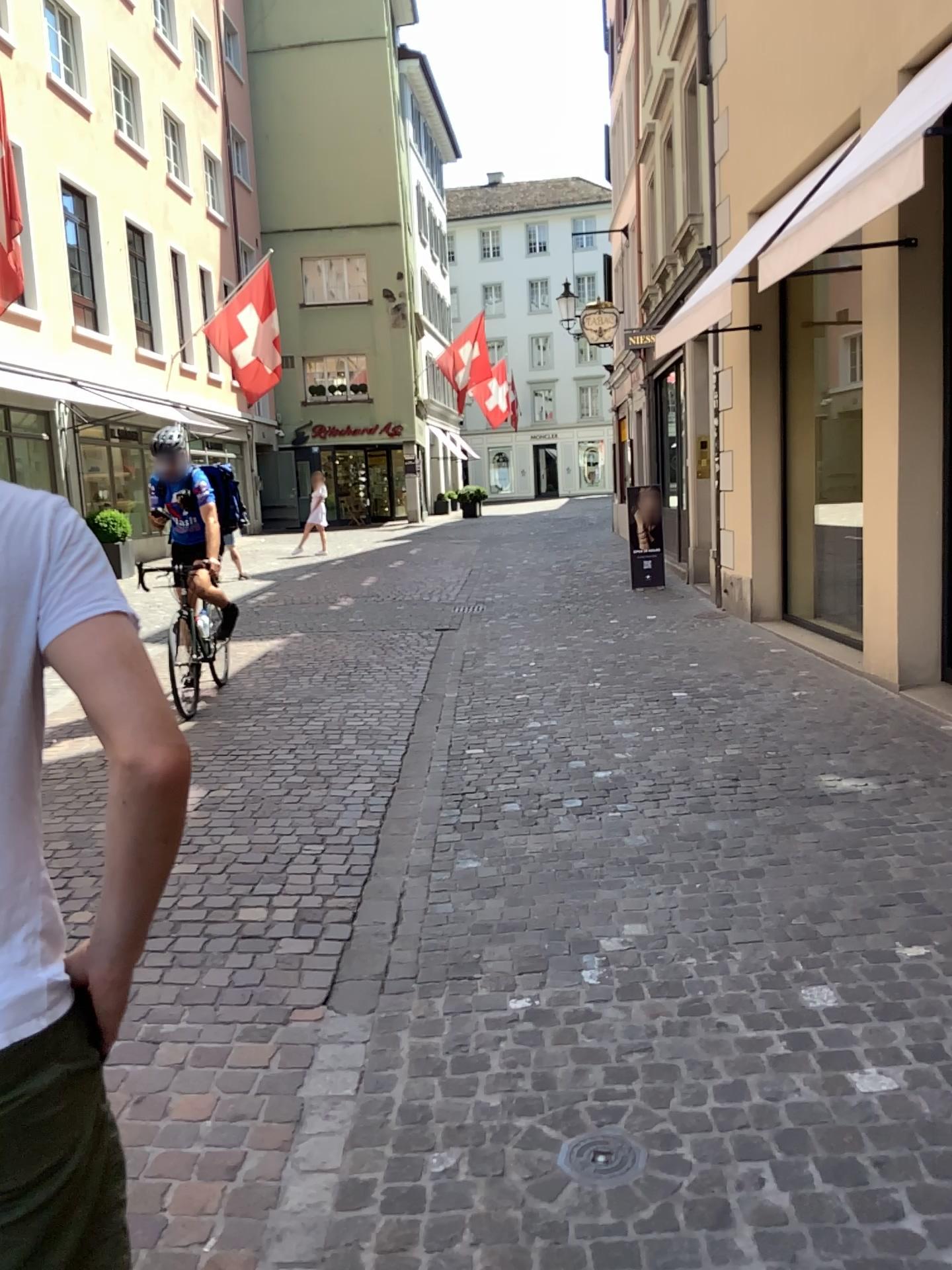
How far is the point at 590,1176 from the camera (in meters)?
2.24

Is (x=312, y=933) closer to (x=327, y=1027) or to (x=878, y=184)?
(x=327, y=1027)

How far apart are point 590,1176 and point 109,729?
1.8 meters

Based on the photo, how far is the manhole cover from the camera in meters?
2.2

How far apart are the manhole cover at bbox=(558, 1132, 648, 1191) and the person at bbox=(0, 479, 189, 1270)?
1.30m

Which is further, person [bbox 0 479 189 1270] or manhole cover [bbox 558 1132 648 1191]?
manhole cover [bbox 558 1132 648 1191]

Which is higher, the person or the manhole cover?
the person

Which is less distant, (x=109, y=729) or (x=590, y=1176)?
(x=109, y=729)

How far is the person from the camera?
1.0 meters
